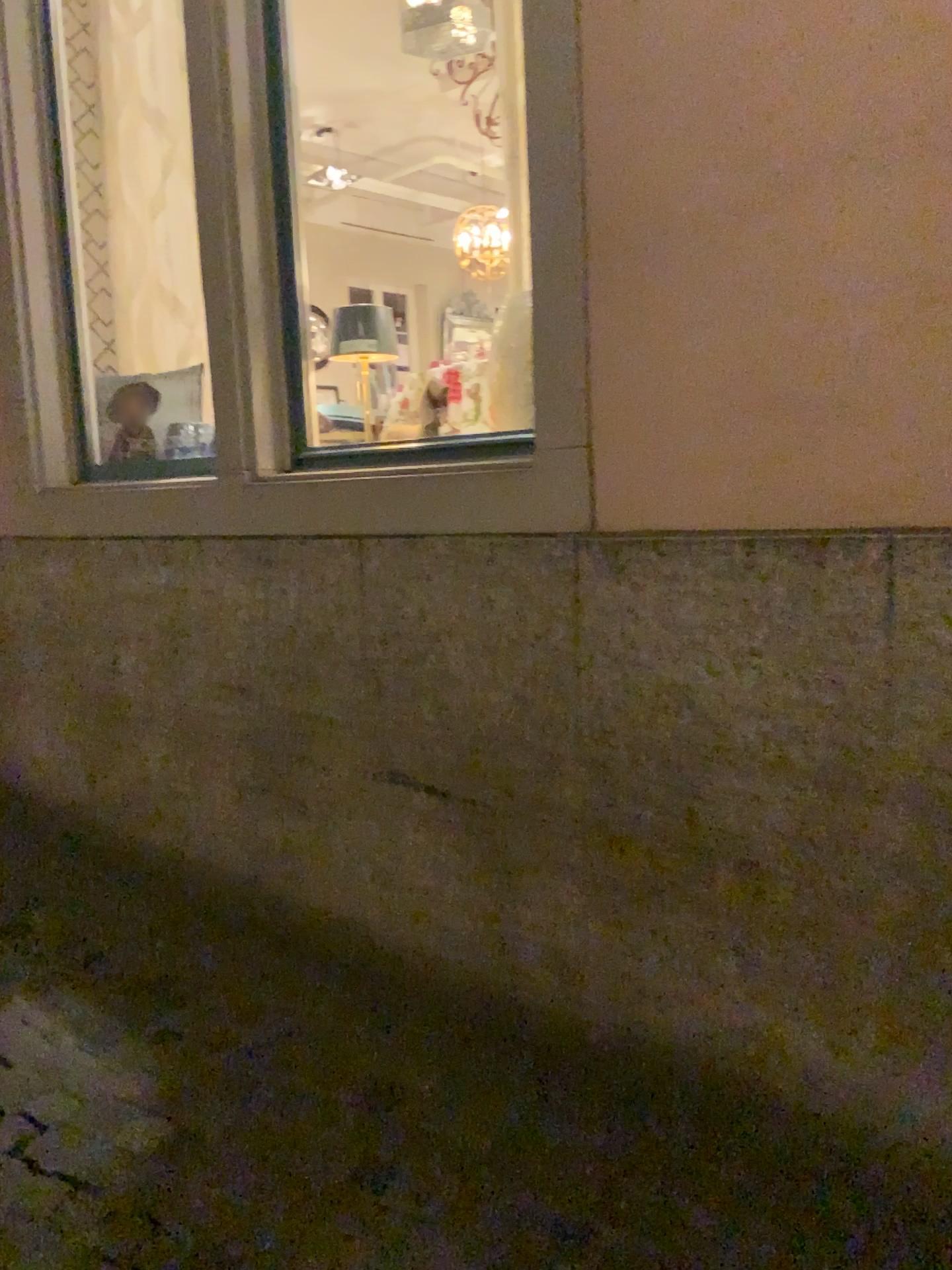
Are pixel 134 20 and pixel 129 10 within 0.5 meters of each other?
yes

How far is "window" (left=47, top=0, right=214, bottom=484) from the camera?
3.5m

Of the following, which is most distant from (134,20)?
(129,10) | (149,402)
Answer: (149,402)

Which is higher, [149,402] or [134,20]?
[134,20]

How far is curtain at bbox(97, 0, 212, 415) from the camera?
3.5 meters

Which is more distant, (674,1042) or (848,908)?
(674,1042)

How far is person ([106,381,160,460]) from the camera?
3.5m
